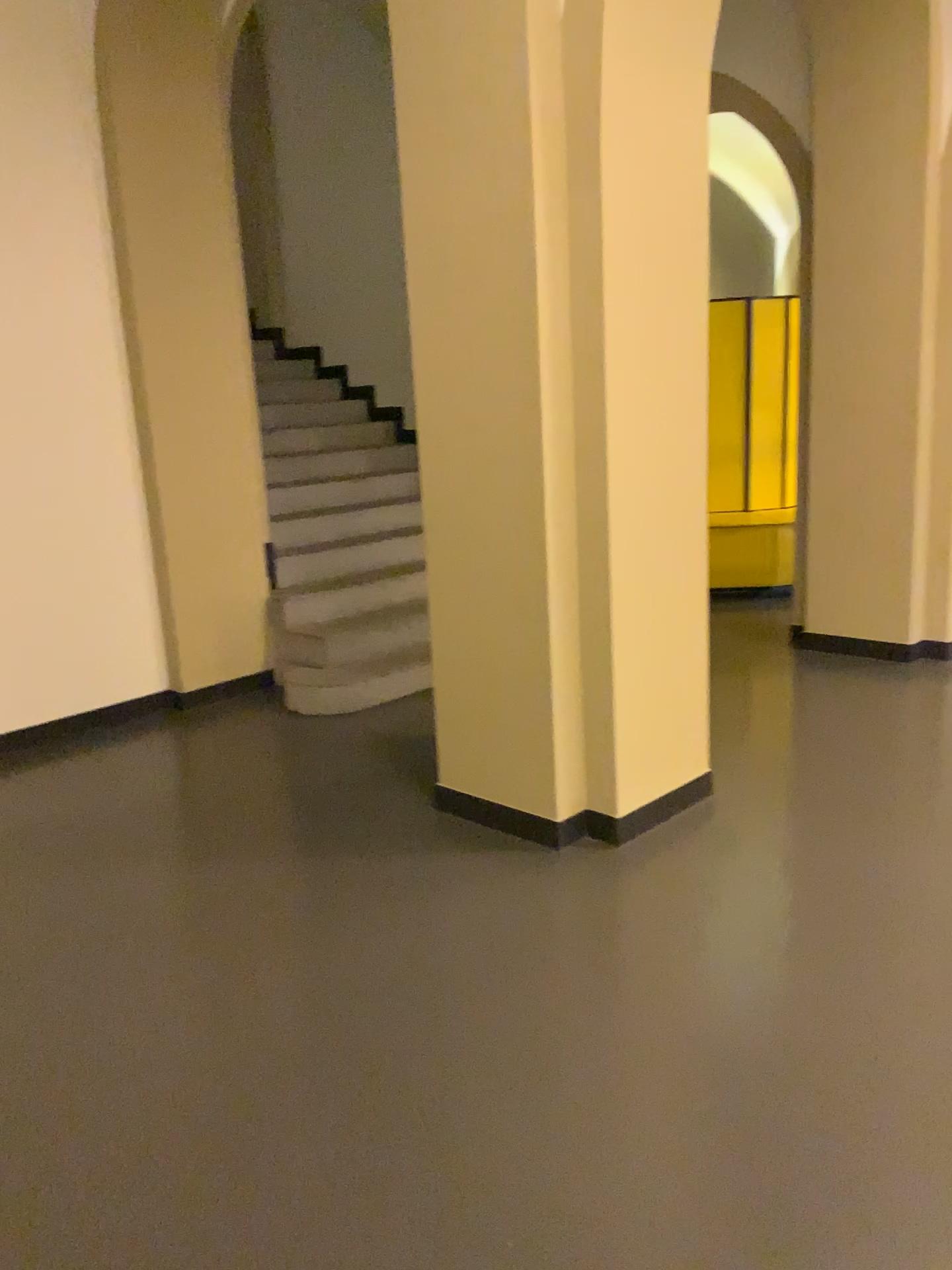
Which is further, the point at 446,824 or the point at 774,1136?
the point at 446,824
